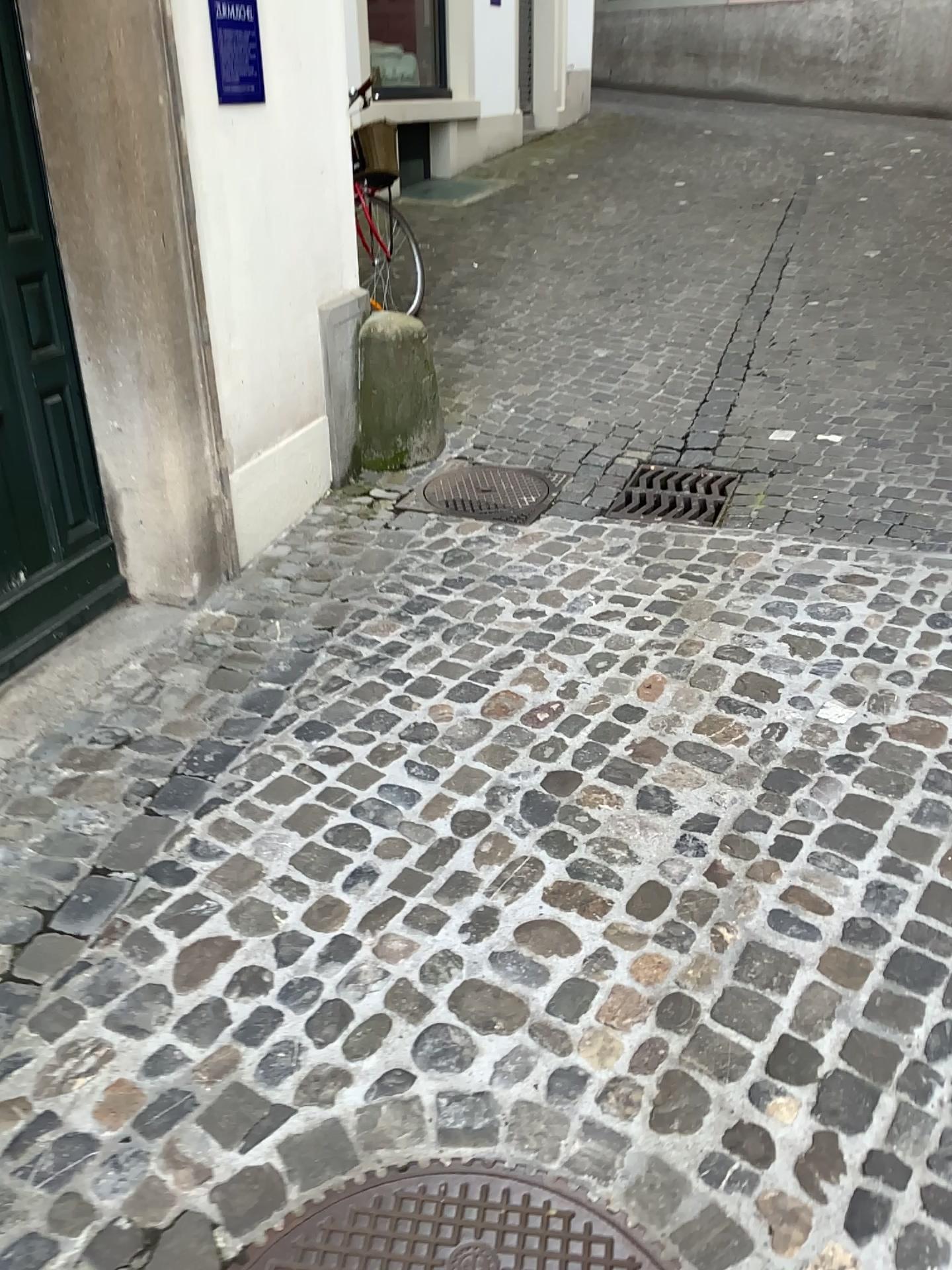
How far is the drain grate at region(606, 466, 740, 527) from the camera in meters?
3.7 m

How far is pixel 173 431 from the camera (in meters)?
3.02

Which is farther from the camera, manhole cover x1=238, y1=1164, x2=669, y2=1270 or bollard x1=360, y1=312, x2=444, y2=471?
bollard x1=360, y1=312, x2=444, y2=471

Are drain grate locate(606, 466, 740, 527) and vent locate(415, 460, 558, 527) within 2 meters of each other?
yes

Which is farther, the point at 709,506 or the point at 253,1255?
the point at 709,506

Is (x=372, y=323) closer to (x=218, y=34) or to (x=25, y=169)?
(x=218, y=34)

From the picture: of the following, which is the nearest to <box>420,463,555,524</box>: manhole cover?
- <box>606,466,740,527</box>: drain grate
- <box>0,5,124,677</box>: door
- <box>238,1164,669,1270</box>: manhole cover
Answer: <box>606,466,740,527</box>: drain grate

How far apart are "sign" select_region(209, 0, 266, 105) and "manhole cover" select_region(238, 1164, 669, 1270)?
2.8m

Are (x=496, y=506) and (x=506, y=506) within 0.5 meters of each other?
yes

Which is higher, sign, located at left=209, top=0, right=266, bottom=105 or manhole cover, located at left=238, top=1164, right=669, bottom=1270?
sign, located at left=209, top=0, right=266, bottom=105
